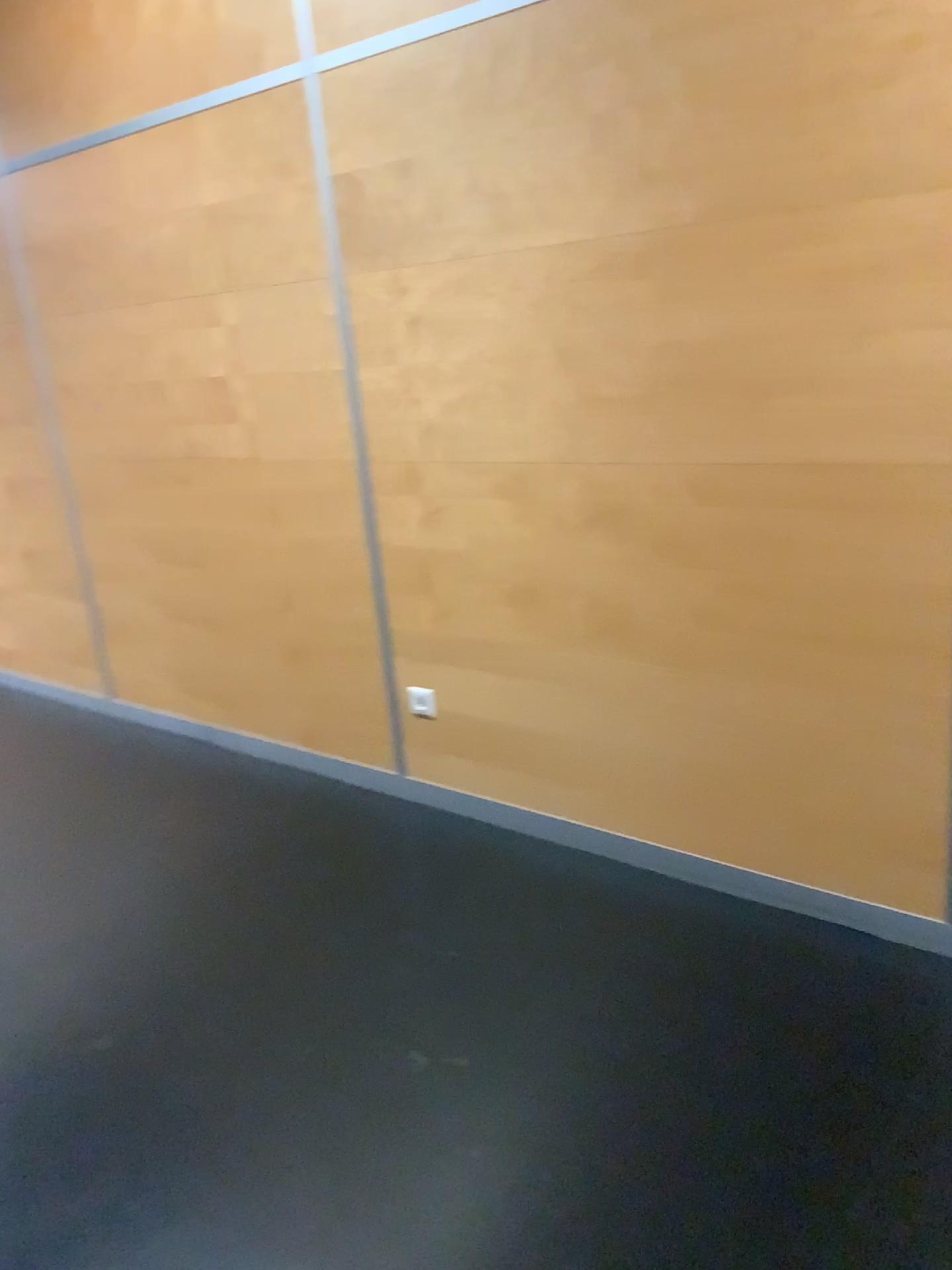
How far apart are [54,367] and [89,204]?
0.6m
